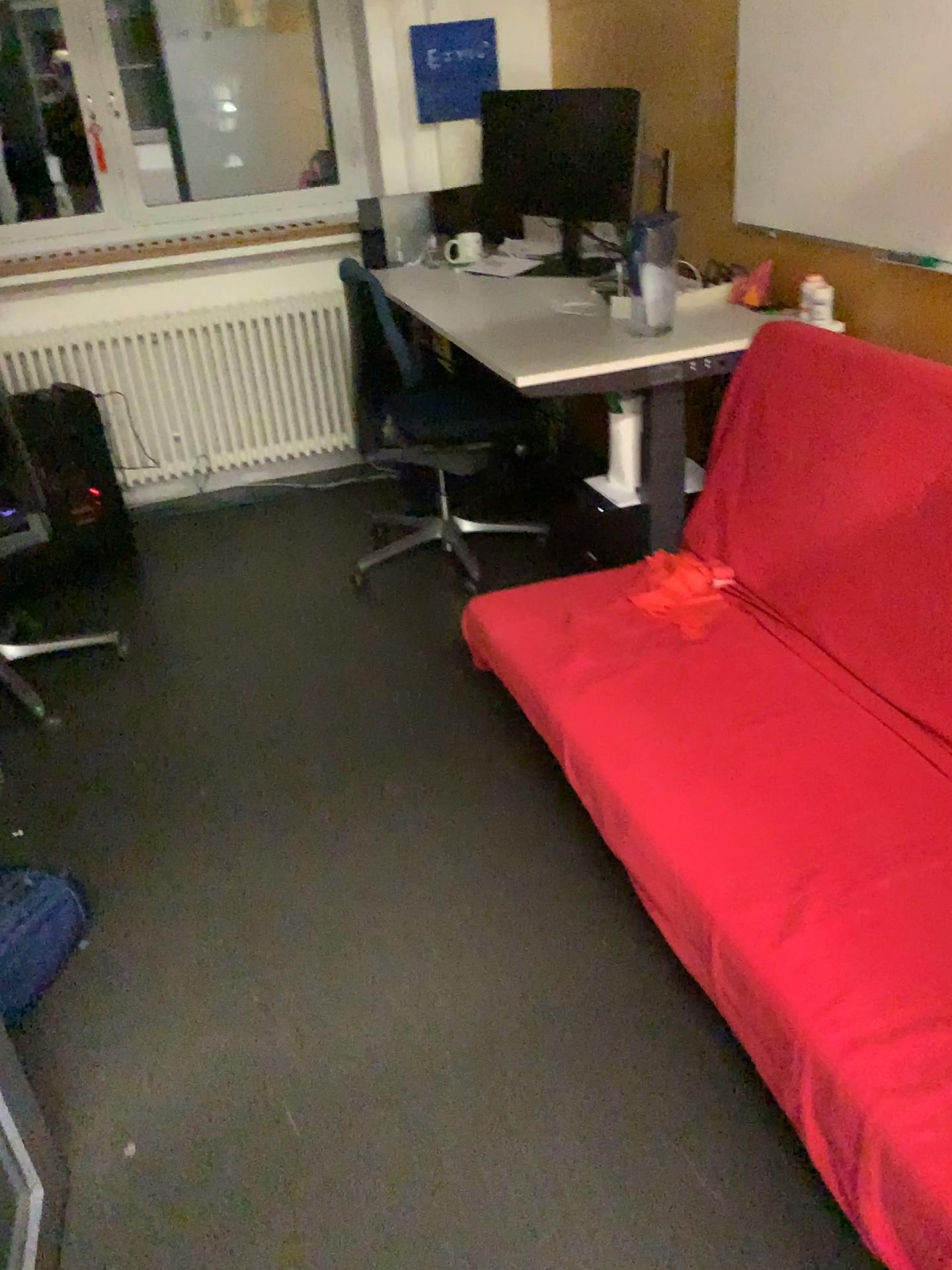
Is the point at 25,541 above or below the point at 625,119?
below

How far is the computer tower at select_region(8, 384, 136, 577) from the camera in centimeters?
339cm

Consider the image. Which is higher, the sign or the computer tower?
the sign

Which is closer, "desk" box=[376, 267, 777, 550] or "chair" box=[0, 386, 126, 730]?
"desk" box=[376, 267, 777, 550]

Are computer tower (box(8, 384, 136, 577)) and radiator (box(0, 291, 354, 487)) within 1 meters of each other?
yes

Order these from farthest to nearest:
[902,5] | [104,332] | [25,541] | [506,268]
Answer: [104,332]
[506,268]
[25,541]
[902,5]

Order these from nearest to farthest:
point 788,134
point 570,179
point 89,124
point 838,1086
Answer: point 838,1086, point 788,134, point 570,179, point 89,124

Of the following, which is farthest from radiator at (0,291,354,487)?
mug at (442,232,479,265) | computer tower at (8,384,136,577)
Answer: mug at (442,232,479,265)

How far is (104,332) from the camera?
3.8 meters

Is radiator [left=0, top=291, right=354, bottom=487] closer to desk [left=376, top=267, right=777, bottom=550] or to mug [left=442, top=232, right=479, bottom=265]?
mug [left=442, top=232, right=479, bottom=265]
